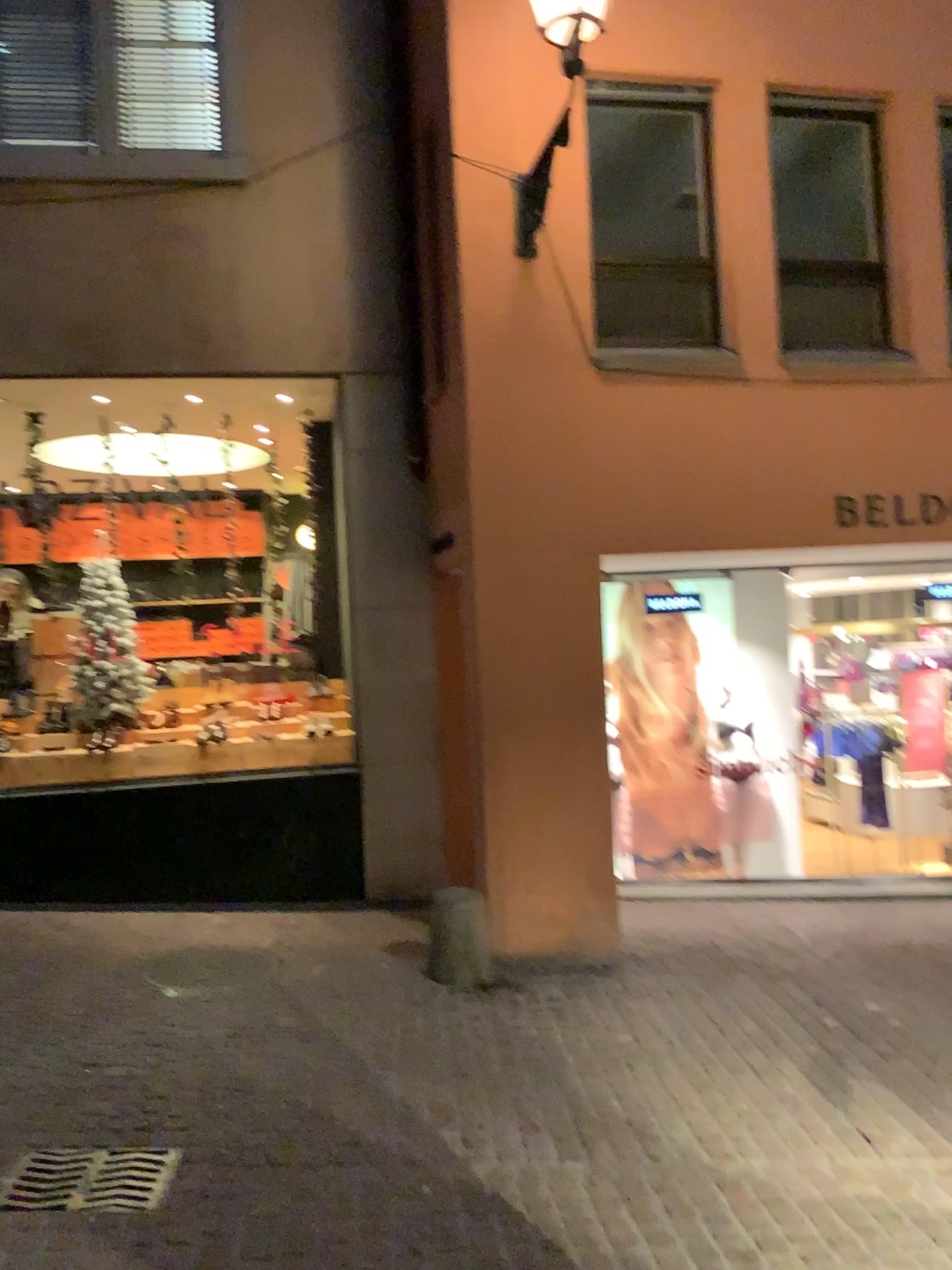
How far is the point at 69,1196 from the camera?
3.13m

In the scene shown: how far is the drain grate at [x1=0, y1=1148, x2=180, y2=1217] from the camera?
3.1m

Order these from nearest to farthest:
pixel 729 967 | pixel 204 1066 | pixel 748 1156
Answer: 1. pixel 748 1156
2. pixel 204 1066
3. pixel 729 967

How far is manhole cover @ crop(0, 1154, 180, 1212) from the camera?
3.1m

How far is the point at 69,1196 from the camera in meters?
3.1
